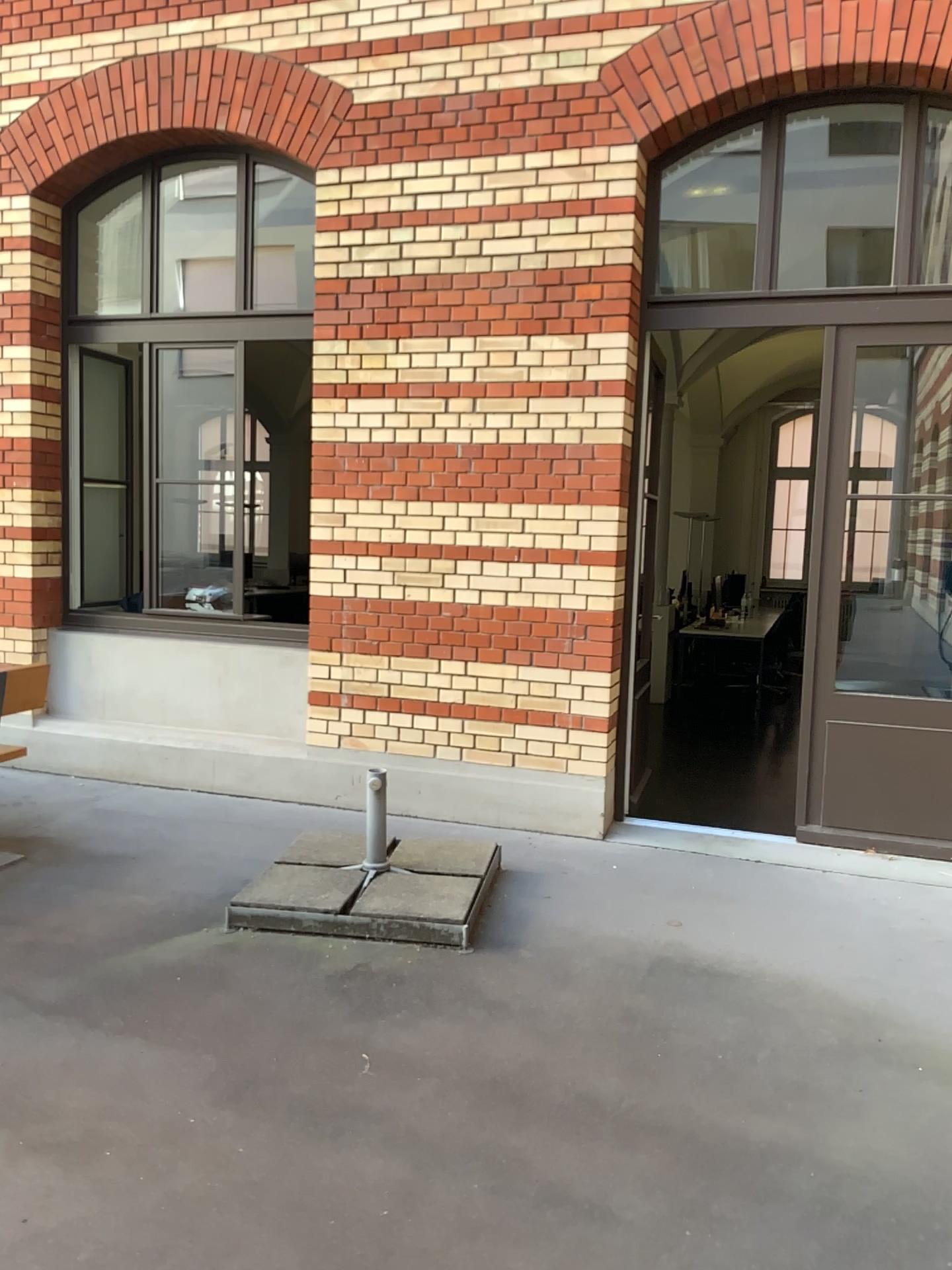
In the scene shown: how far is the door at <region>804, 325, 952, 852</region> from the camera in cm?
460

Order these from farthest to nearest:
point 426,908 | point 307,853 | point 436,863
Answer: point 307,853 → point 436,863 → point 426,908

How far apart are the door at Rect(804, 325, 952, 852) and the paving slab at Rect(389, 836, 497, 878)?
1.56m

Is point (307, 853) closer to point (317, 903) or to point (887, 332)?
point (317, 903)

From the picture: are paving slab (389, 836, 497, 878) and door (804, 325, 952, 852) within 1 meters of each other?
no

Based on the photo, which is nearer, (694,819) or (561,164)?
(561,164)

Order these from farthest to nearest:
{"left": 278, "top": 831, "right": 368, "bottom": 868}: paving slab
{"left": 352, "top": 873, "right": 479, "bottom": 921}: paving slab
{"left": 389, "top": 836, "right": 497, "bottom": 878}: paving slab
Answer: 1. {"left": 278, "top": 831, "right": 368, "bottom": 868}: paving slab
2. {"left": 389, "top": 836, "right": 497, "bottom": 878}: paving slab
3. {"left": 352, "top": 873, "right": 479, "bottom": 921}: paving slab

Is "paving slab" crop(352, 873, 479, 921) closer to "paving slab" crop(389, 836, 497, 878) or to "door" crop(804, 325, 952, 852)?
"paving slab" crop(389, 836, 497, 878)

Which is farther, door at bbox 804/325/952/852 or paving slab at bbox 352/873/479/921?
door at bbox 804/325/952/852

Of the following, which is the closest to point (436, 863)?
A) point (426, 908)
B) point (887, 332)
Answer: point (426, 908)
